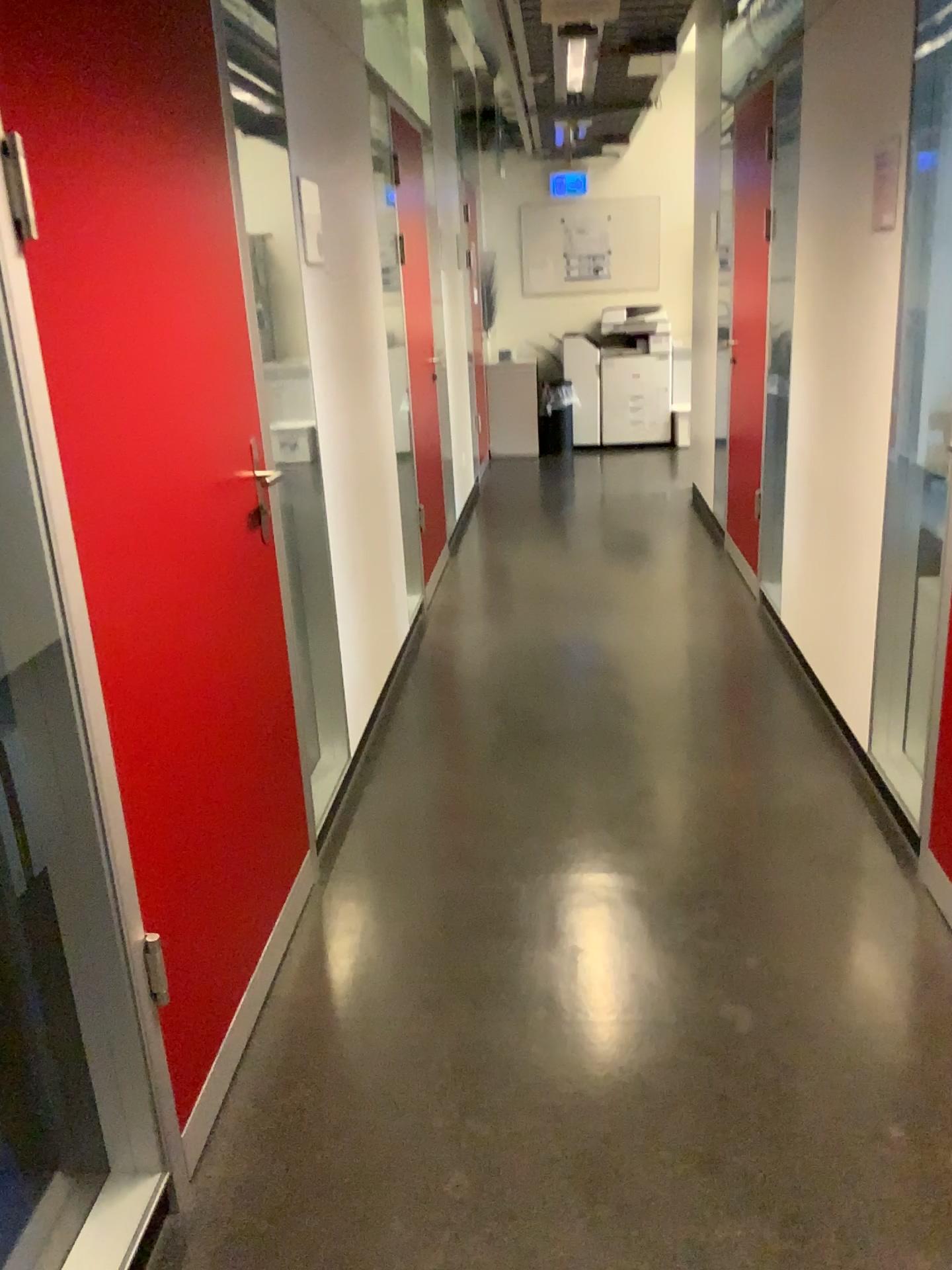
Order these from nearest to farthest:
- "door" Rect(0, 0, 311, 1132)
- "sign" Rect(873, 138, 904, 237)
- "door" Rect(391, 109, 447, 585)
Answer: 1. "door" Rect(0, 0, 311, 1132)
2. "sign" Rect(873, 138, 904, 237)
3. "door" Rect(391, 109, 447, 585)

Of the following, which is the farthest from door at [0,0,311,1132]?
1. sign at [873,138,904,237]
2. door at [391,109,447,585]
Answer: door at [391,109,447,585]

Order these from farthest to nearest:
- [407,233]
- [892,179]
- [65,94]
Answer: [407,233] → [892,179] → [65,94]

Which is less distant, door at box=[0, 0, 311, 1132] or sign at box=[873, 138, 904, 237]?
door at box=[0, 0, 311, 1132]

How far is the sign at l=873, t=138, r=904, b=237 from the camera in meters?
Answer: 2.6 m

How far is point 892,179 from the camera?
2.6m

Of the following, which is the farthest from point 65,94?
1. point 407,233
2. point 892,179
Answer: point 407,233

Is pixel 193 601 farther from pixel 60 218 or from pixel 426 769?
pixel 426 769

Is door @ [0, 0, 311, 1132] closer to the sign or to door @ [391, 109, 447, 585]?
the sign
